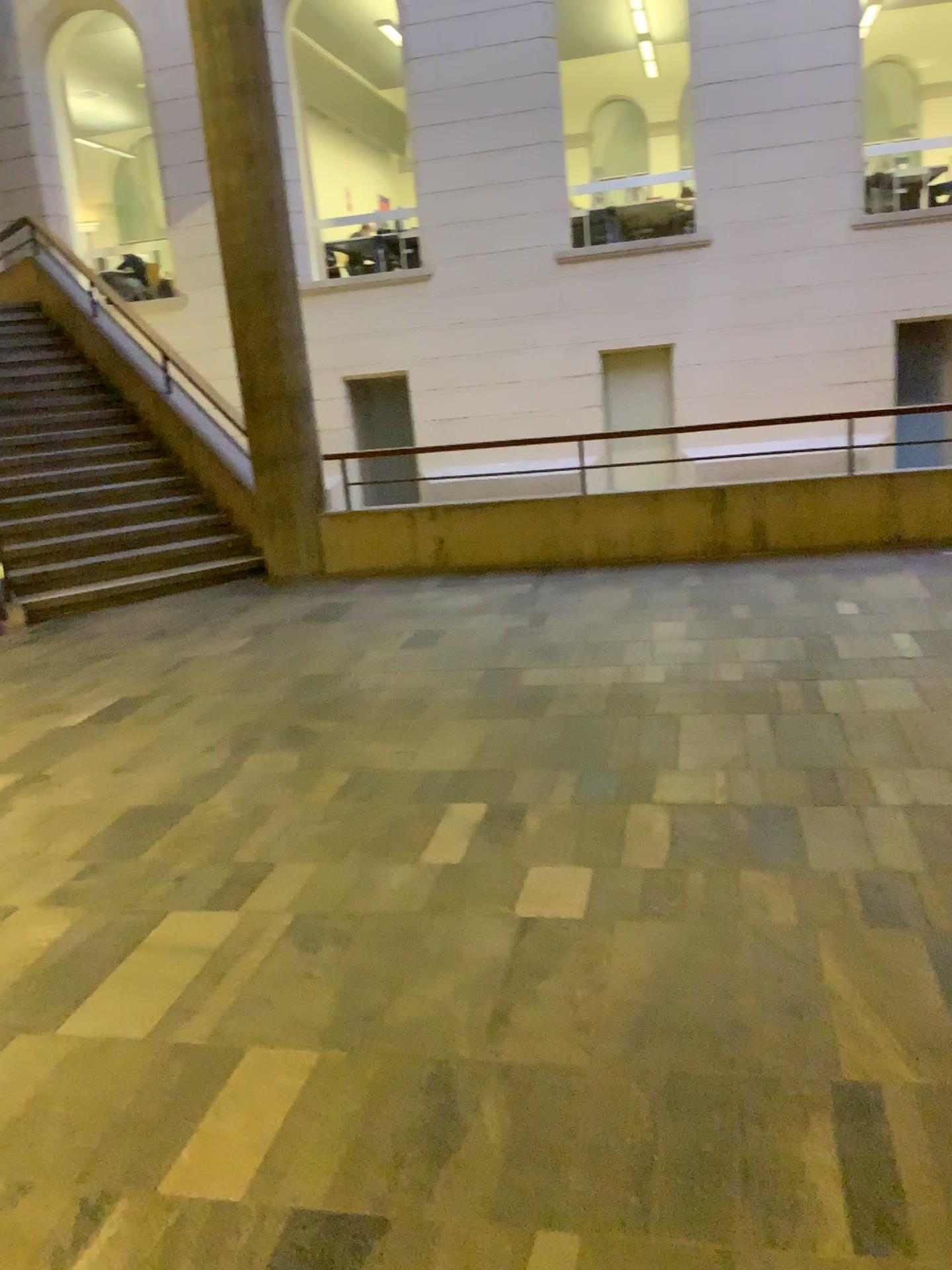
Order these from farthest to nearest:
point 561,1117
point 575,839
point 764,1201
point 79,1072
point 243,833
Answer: point 243,833
point 575,839
point 79,1072
point 561,1117
point 764,1201
